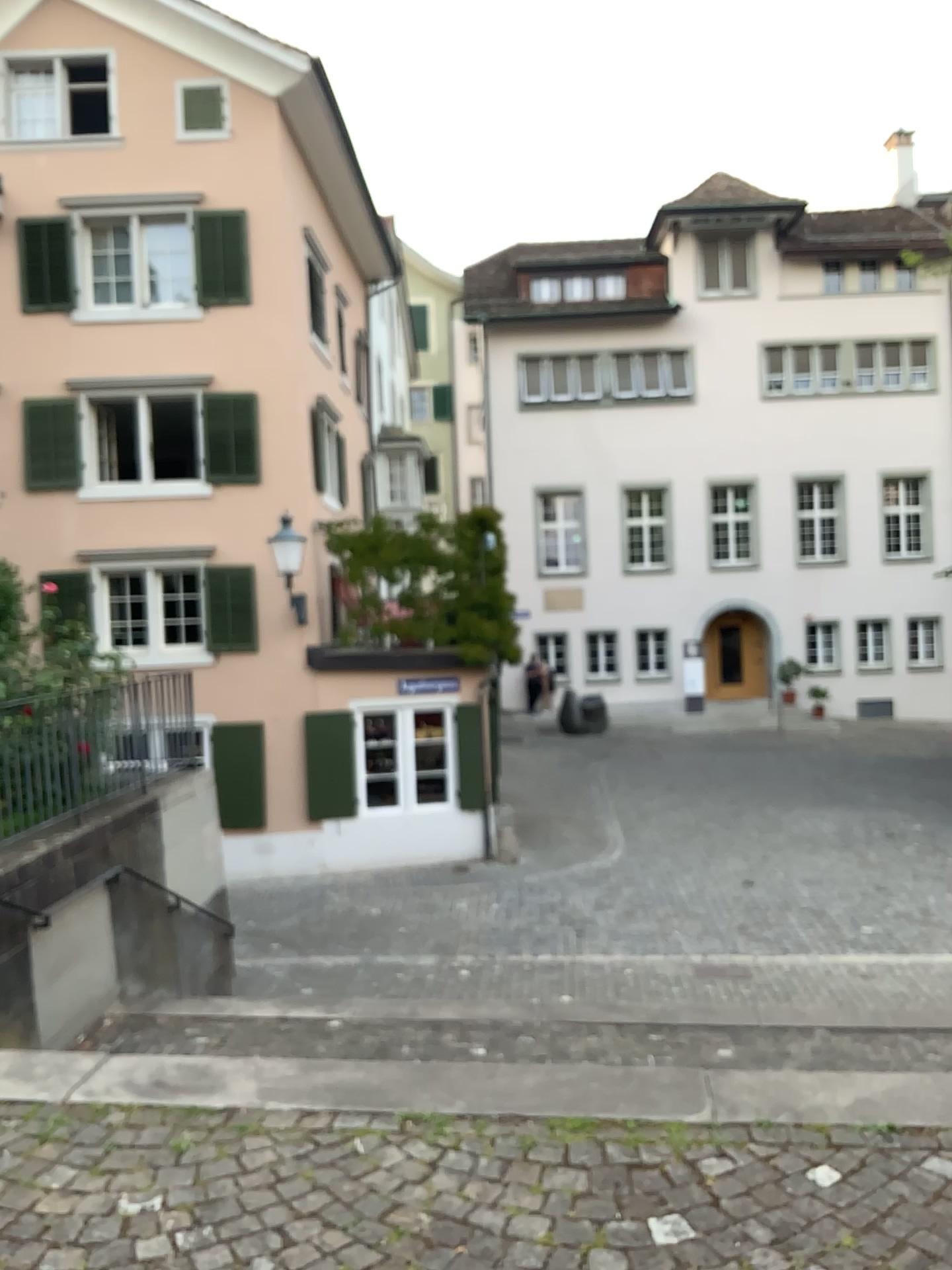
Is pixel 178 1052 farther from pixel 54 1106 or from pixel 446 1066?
pixel 446 1066
